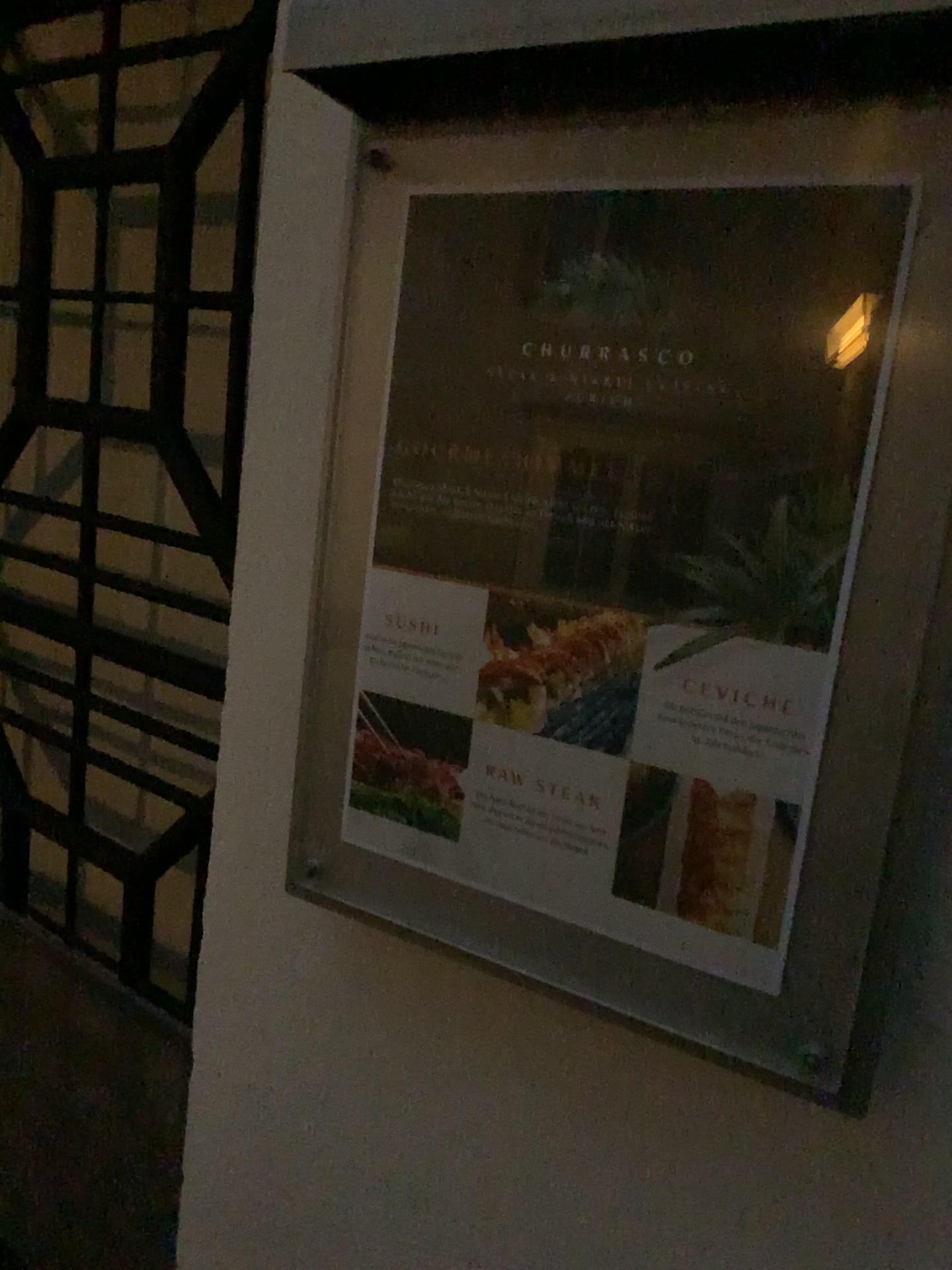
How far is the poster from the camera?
0.5 meters

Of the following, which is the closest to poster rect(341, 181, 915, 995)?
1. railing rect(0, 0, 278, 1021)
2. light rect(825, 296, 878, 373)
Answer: light rect(825, 296, 878, 373)

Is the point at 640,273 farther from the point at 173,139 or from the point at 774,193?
the point at 173,139

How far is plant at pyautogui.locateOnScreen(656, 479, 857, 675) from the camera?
0.53m

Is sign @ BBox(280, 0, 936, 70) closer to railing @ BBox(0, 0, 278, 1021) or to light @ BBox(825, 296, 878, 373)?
light @ BBox(825, 296, 878, 373)

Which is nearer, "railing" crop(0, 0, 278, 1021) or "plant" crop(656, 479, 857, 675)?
"plant" crop(656, 479, 857, 675)

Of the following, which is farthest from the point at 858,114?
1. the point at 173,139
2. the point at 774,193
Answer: the point at 173,139

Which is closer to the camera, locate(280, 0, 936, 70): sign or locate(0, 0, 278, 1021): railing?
locate(280, 0, 936, 70): sign

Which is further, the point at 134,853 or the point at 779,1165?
the point at 134,853

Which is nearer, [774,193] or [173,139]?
[774,193]
